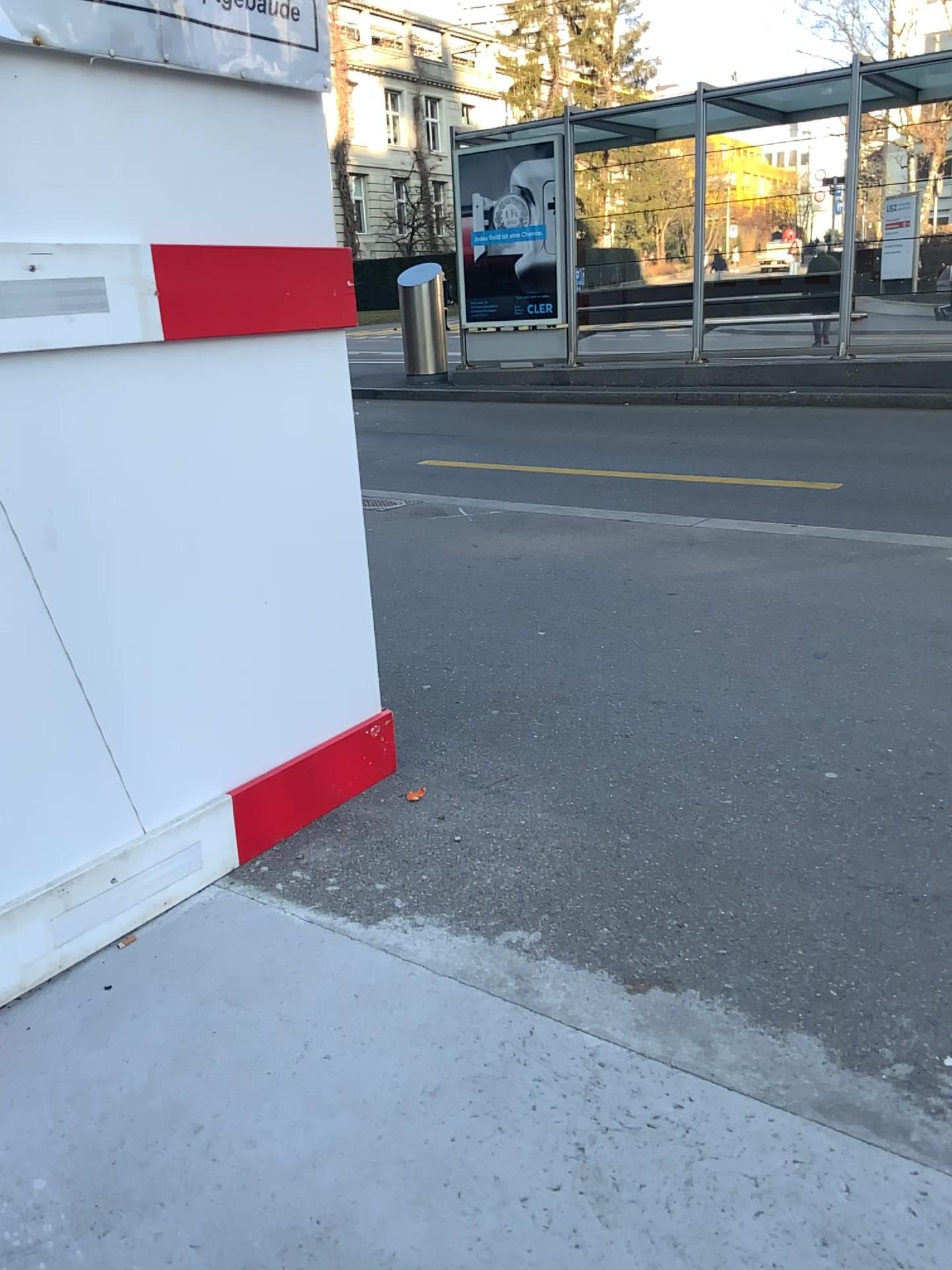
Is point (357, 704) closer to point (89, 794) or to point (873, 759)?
point (89, 794)
